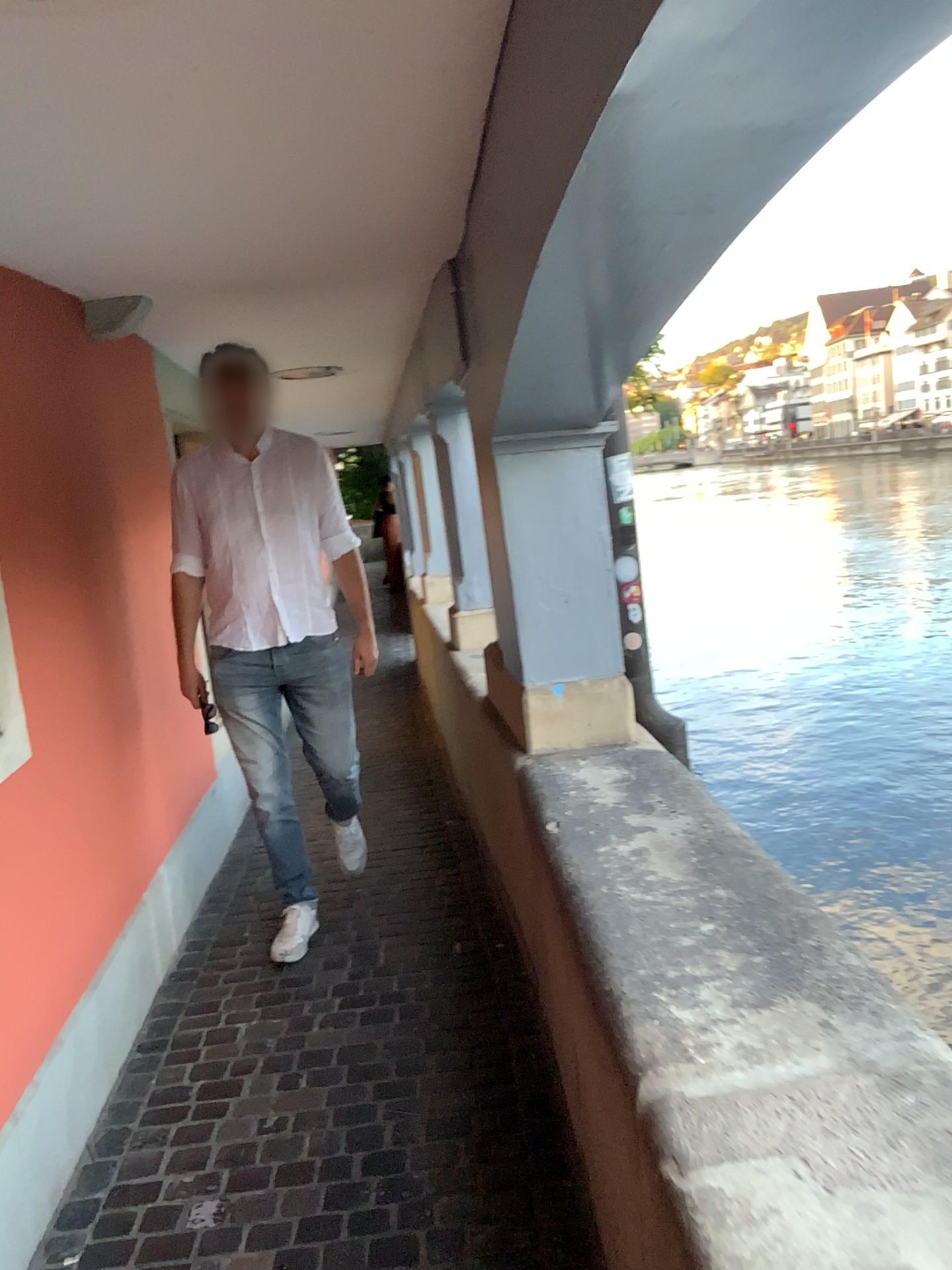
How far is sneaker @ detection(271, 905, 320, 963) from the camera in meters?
3.4

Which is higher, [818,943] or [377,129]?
[377,129]

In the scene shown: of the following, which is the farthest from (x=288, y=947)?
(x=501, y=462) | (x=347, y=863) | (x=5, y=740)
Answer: (x=501, y=462)

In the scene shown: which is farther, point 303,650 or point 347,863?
point 347,863

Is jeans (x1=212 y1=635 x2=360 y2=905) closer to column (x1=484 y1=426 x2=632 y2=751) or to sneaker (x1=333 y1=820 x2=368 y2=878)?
sneaker (x1=333 y1=820 x2=368 y2=878)

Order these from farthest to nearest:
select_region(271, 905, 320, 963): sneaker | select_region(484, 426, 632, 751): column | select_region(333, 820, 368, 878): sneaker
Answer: select_region(333, 820, 368, 878): sneaker
select_region(271, 905, 320, 963): sneaker
select_region(484, 426, 632, 751): column

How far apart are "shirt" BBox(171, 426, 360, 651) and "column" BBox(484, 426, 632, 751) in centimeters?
76cm

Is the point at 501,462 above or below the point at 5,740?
above

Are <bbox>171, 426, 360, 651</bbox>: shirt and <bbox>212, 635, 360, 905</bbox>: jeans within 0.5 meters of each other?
yes

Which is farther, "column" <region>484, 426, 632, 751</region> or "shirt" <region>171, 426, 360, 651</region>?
"shirt" <region>171, 426, 360, 651</region>
